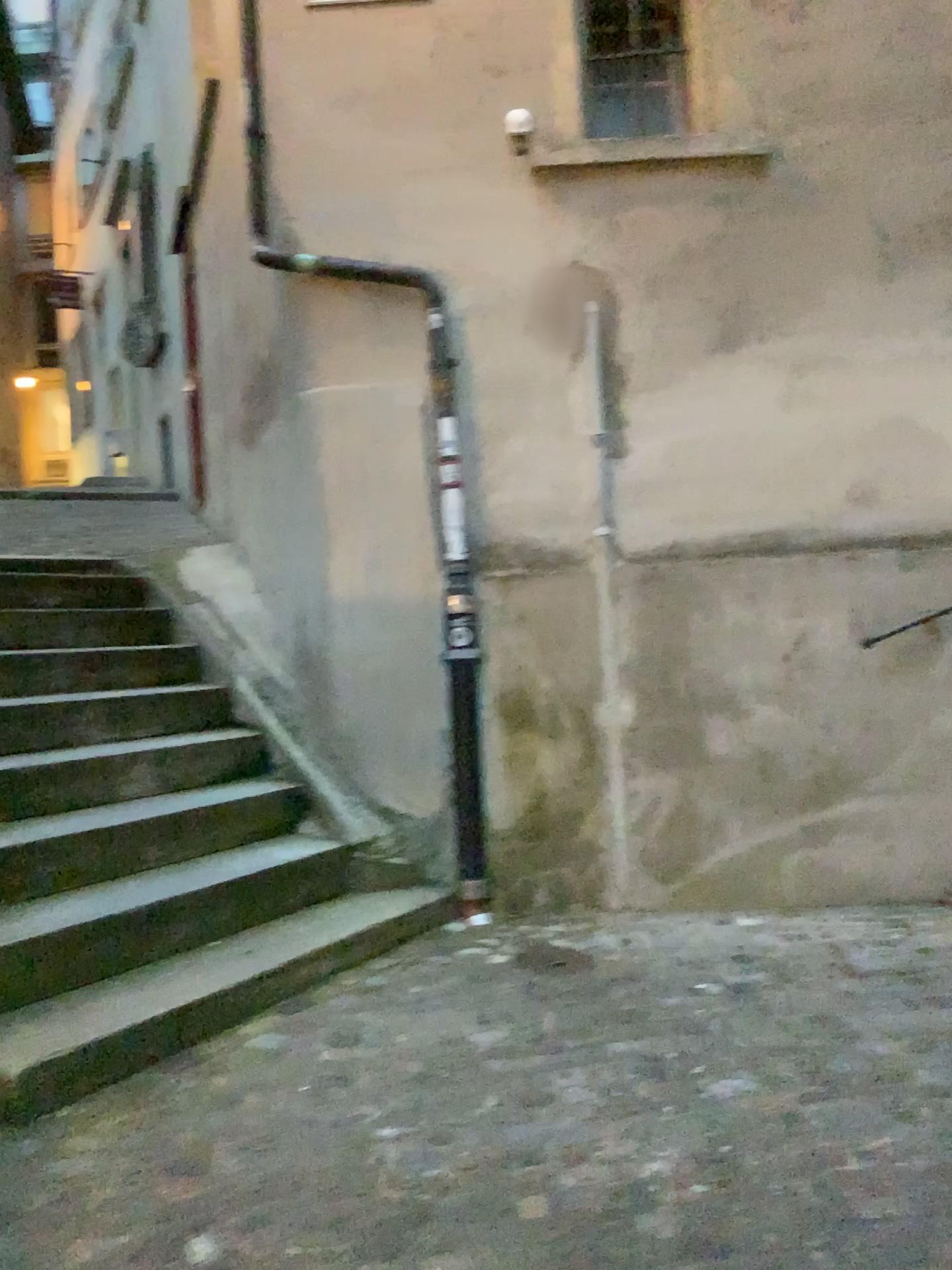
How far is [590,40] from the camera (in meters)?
4.35

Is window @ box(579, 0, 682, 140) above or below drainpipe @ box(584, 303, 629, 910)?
above

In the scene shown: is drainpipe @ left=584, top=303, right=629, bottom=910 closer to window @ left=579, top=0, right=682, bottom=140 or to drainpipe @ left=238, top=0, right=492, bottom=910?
drainpipe @ left=238, top=0, right=492, bottom=910

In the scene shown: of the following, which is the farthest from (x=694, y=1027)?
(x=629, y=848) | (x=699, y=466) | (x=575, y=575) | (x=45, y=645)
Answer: (x=45, y=645)

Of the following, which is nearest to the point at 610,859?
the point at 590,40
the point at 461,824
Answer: the point at 461,824

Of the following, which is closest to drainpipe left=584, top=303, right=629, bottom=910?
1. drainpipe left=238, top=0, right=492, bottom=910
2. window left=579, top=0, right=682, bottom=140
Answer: drainpipe left=238, top=0, right=492, bottom=910

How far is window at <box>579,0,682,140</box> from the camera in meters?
4.3

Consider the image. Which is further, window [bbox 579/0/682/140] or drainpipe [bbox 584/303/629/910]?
window [bbox 579/0/682/140]

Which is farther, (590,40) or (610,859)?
(590,40)
